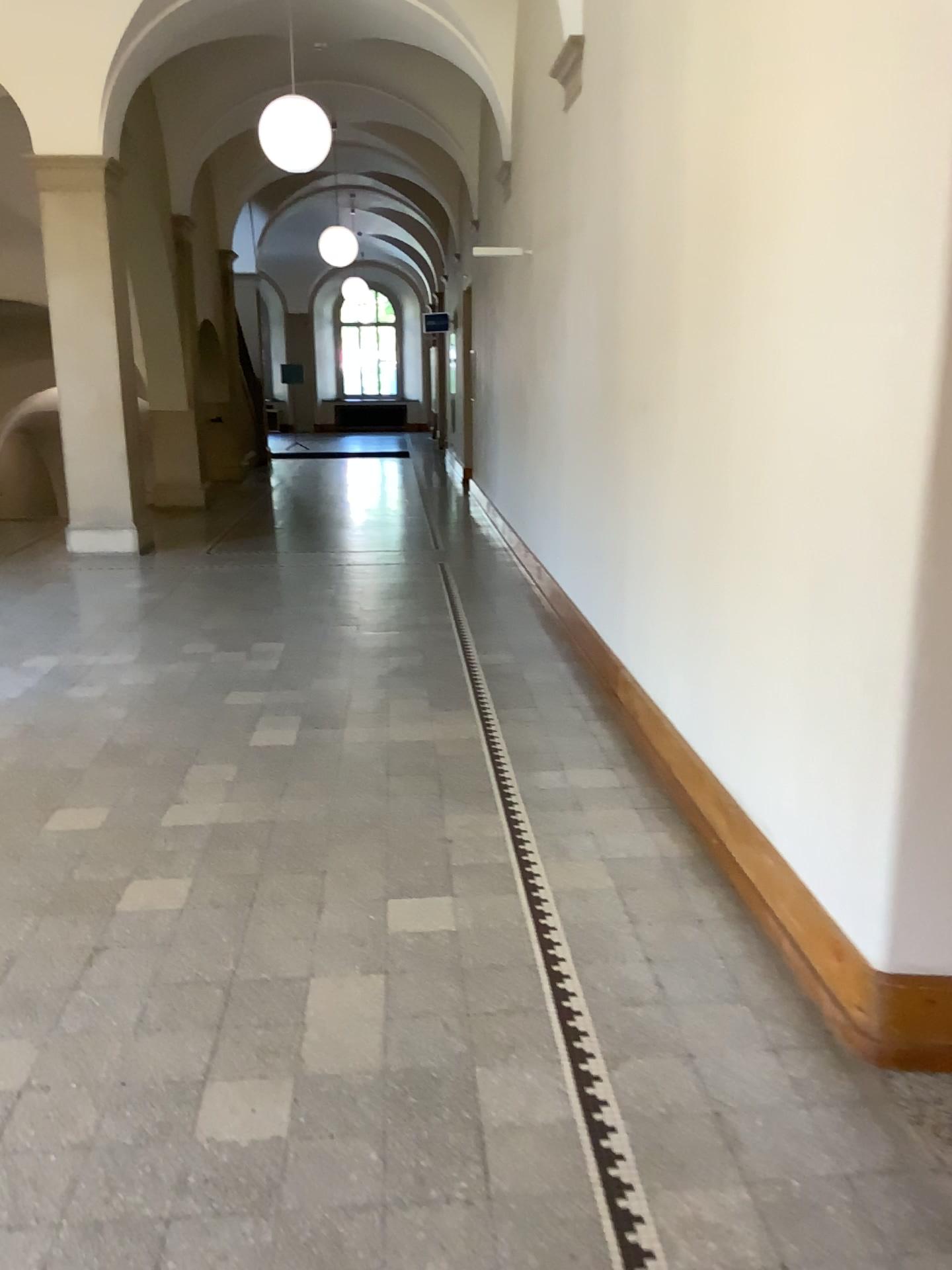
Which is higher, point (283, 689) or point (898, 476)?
point (898, 476)
